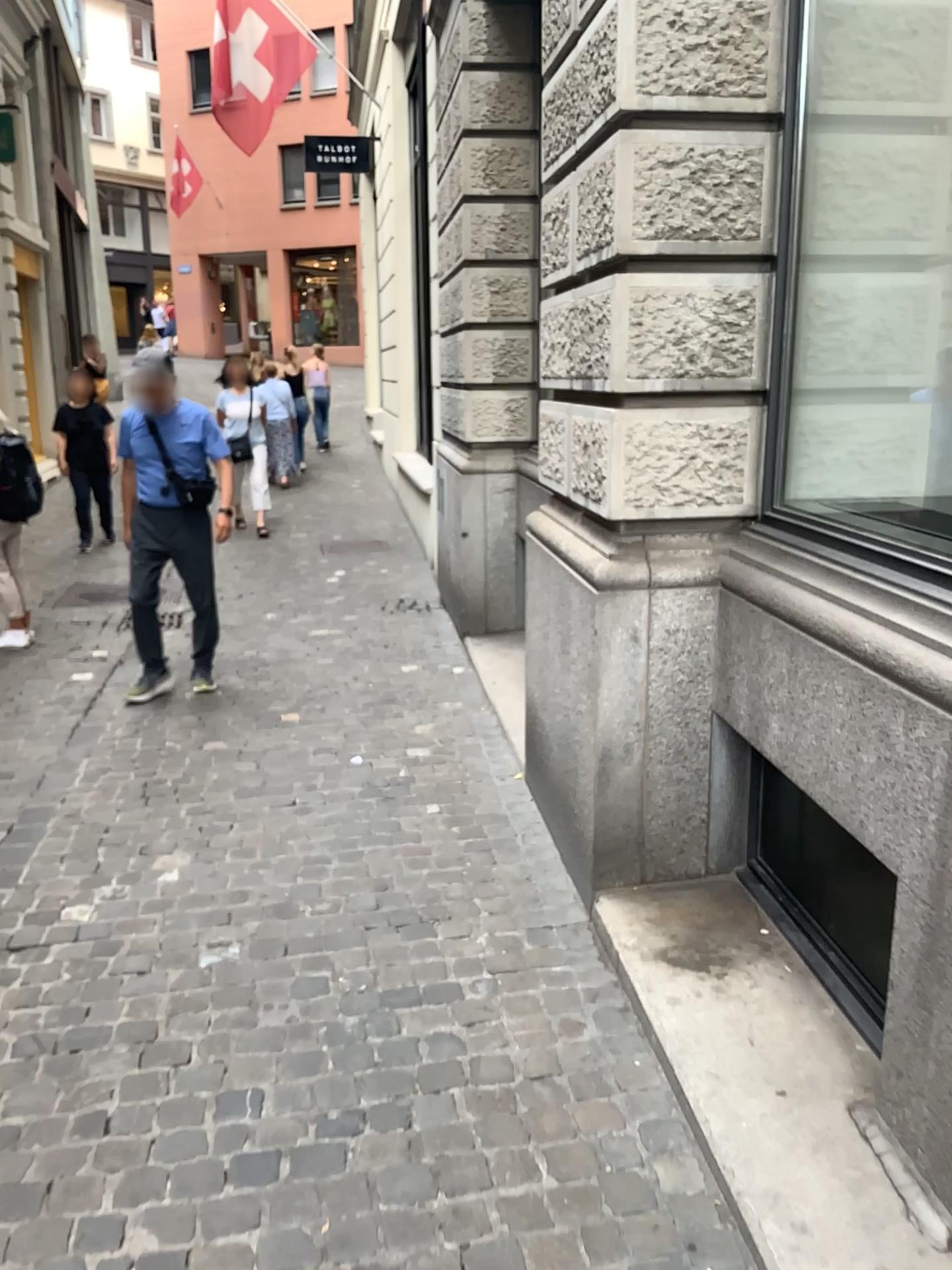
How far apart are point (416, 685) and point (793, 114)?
3.2 meters
